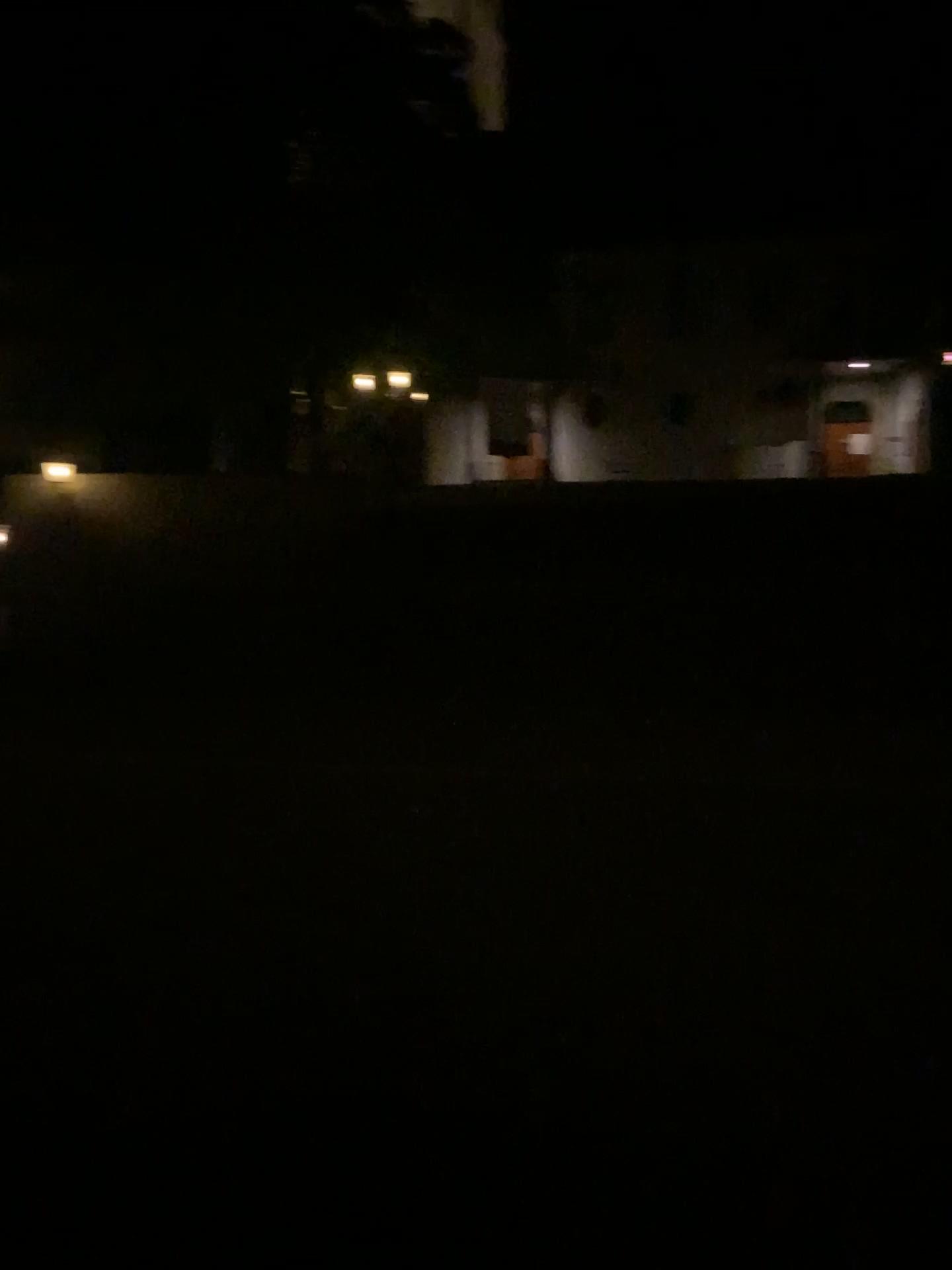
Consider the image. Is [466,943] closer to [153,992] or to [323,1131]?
[153,992]
